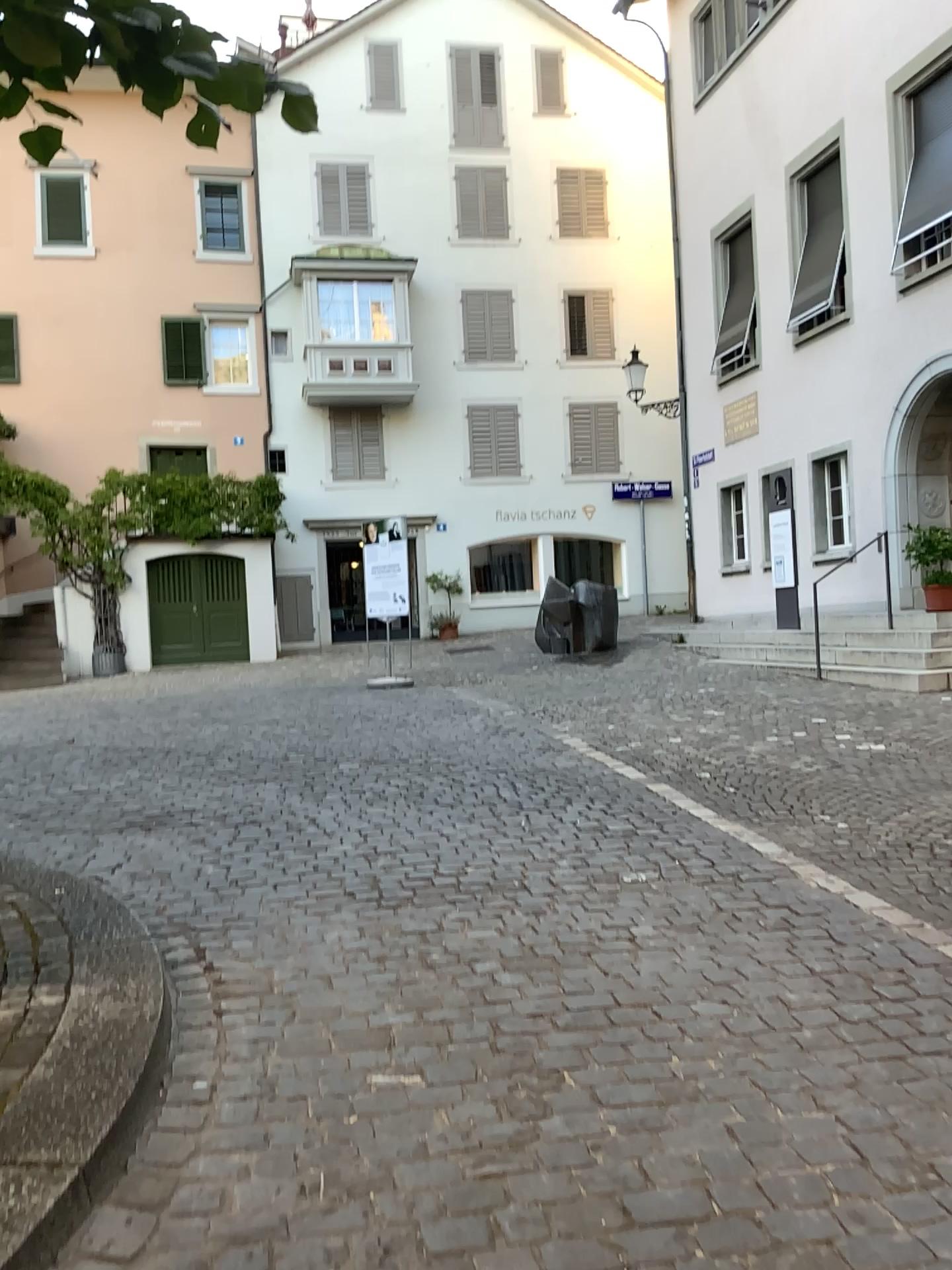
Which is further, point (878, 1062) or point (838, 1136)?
point (878, 1062)
